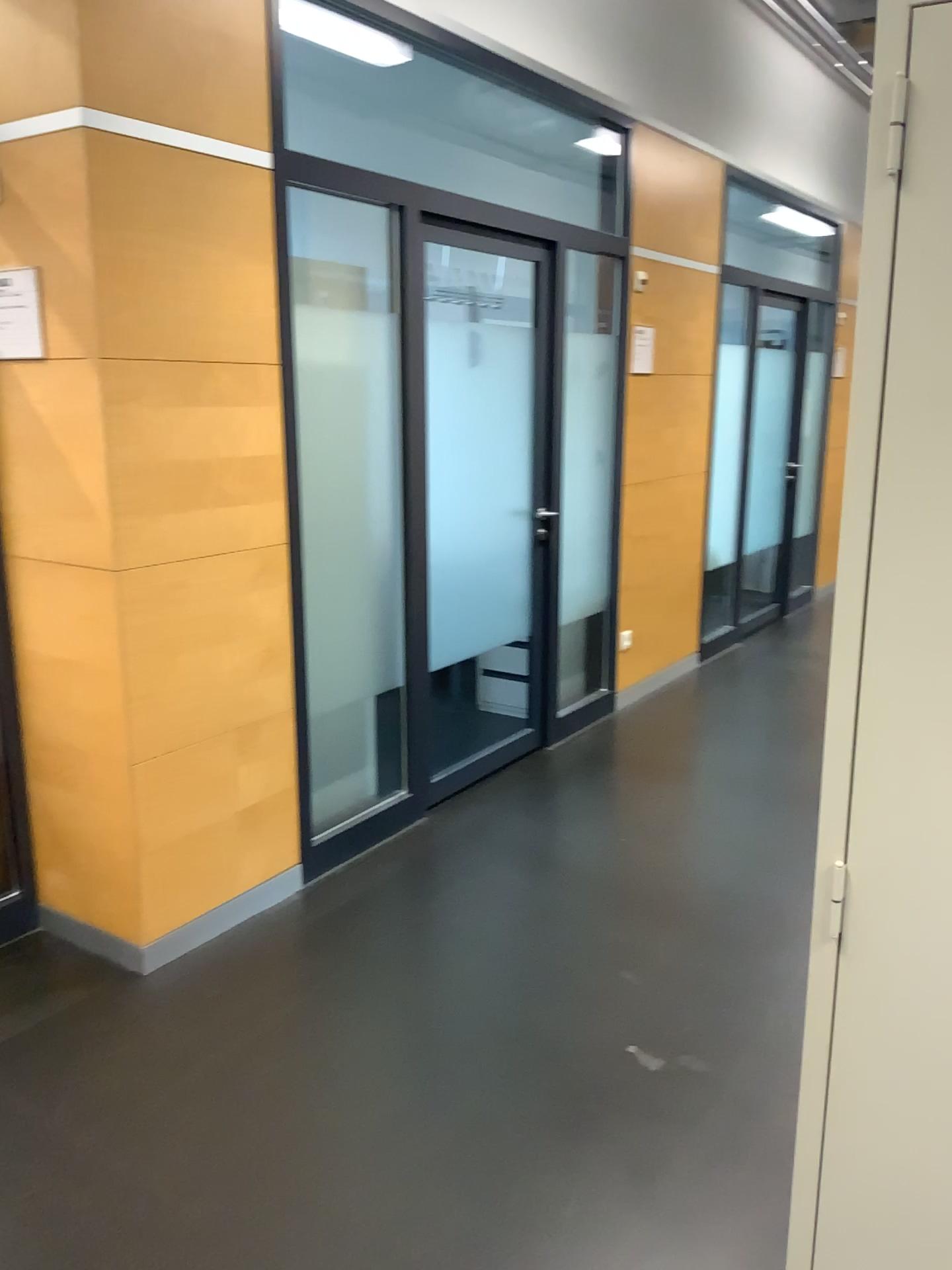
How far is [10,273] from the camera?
2.7m

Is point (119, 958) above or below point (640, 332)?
below

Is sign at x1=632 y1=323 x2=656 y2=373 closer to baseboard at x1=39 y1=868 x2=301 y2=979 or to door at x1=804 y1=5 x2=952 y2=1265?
baseboard at x1=39 y1=868 x2=301 y2=979

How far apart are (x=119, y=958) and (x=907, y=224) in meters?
2.6

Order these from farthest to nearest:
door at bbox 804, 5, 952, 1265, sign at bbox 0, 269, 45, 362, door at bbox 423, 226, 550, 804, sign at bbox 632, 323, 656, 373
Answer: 1. sign at bbox 632, 323, 656, 373
2. door at bbox 423, 226, 550, 804
3. sign at bbox 0, 269, 45, 362
4. door at bbox 804, 5, 952, 1265

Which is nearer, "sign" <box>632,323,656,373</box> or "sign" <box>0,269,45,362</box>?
"sign" <box>0,269,45,362</box>

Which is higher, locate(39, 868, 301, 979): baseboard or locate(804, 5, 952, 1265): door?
locate(804, 5, 952, 1265): door

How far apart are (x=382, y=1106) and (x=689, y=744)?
2.6m

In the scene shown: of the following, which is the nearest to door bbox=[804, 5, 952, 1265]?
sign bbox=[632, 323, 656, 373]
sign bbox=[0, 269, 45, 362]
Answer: sign bbox=[0, 269, 45, 362]

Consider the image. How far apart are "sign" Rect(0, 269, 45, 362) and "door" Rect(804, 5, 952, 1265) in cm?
224
